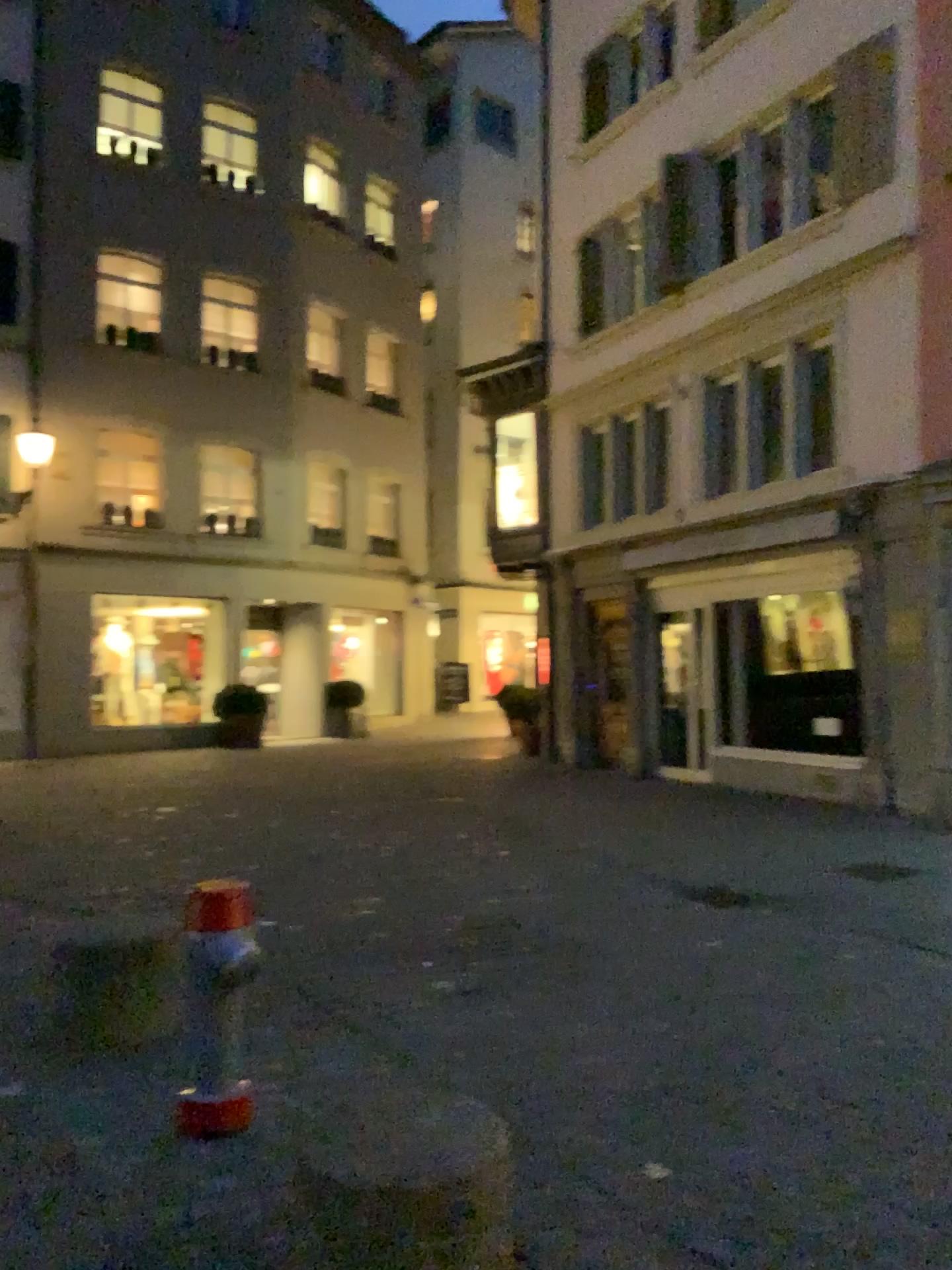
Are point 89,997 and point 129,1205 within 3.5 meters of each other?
yes
